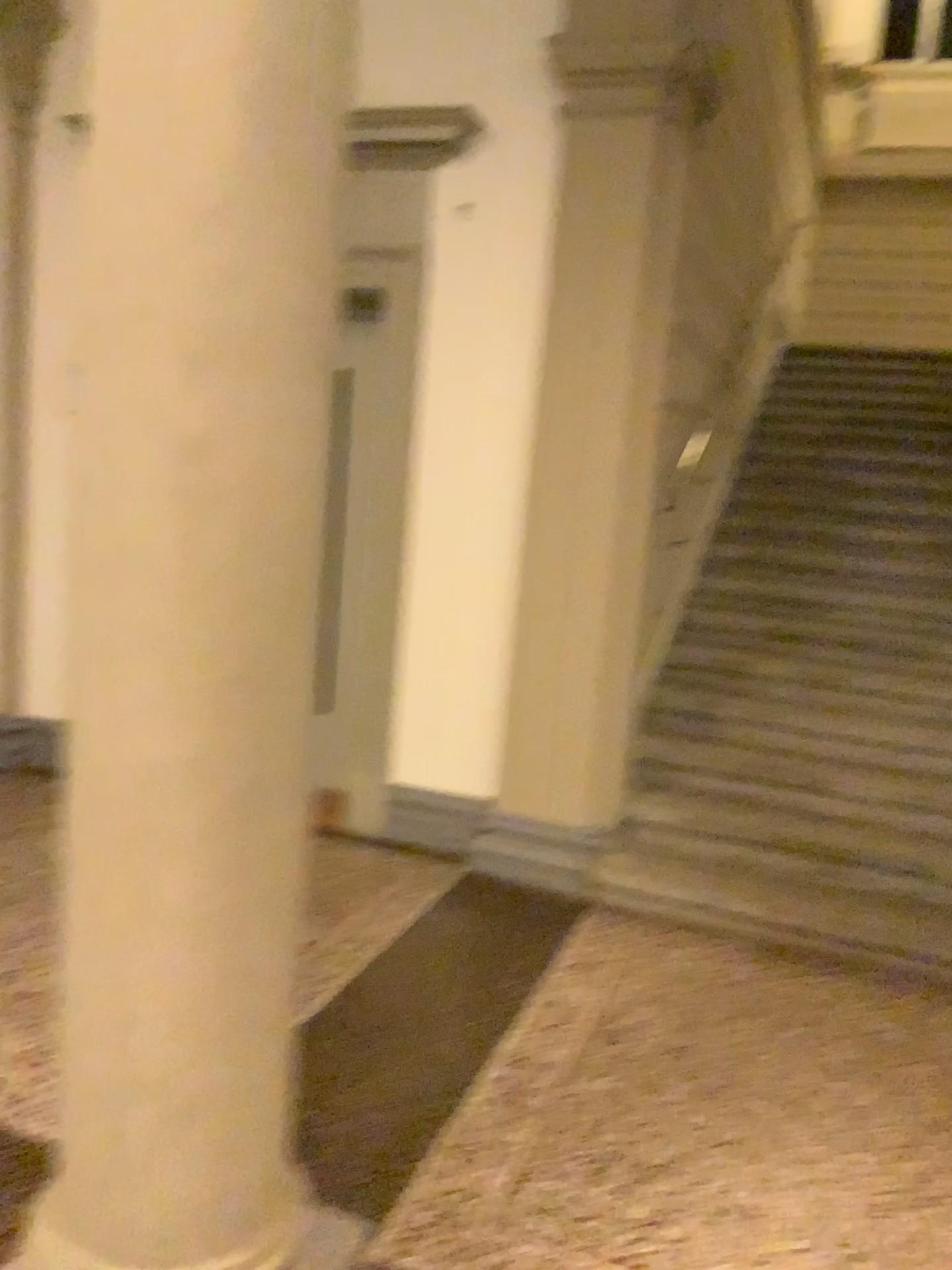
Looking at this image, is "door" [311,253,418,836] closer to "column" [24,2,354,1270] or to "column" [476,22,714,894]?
"column" [476,22,714,894]

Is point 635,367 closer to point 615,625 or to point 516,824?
point 615,625

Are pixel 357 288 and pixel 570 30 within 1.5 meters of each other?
yes

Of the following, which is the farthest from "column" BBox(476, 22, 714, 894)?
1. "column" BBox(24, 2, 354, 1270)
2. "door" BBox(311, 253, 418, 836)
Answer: "column" BBox(24, 2, 354, 1270)

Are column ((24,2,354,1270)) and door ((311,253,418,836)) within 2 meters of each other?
no

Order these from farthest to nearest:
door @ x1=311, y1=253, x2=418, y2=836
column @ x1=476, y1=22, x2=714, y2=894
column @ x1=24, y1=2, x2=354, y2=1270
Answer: door @ x1=311, y1=253, x2=418, y2=836 < column @ x1=476, y1=22, x2=714, y2=894 < column @ x1=24, y1=2, x2=354, y2=1270

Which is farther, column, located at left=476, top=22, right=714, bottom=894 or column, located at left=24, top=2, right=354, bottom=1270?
column, located at left=476, top=22, right=714, bottom=894

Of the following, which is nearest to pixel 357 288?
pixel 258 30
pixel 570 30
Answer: pixel 570 30

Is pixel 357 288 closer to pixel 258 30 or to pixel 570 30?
pixel 570 30

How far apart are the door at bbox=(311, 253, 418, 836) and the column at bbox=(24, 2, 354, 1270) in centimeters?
246cm
